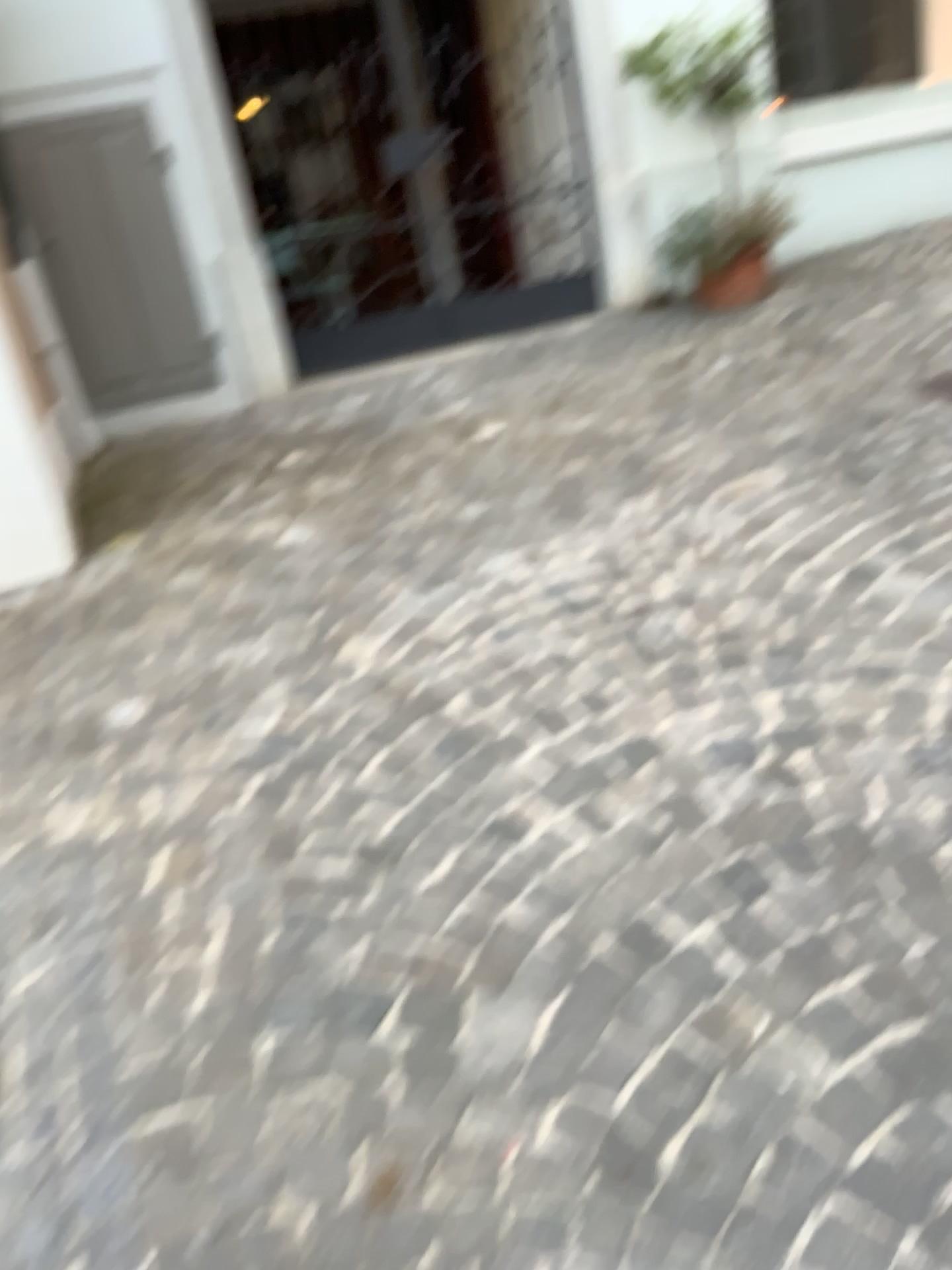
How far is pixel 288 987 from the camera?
1.8m
